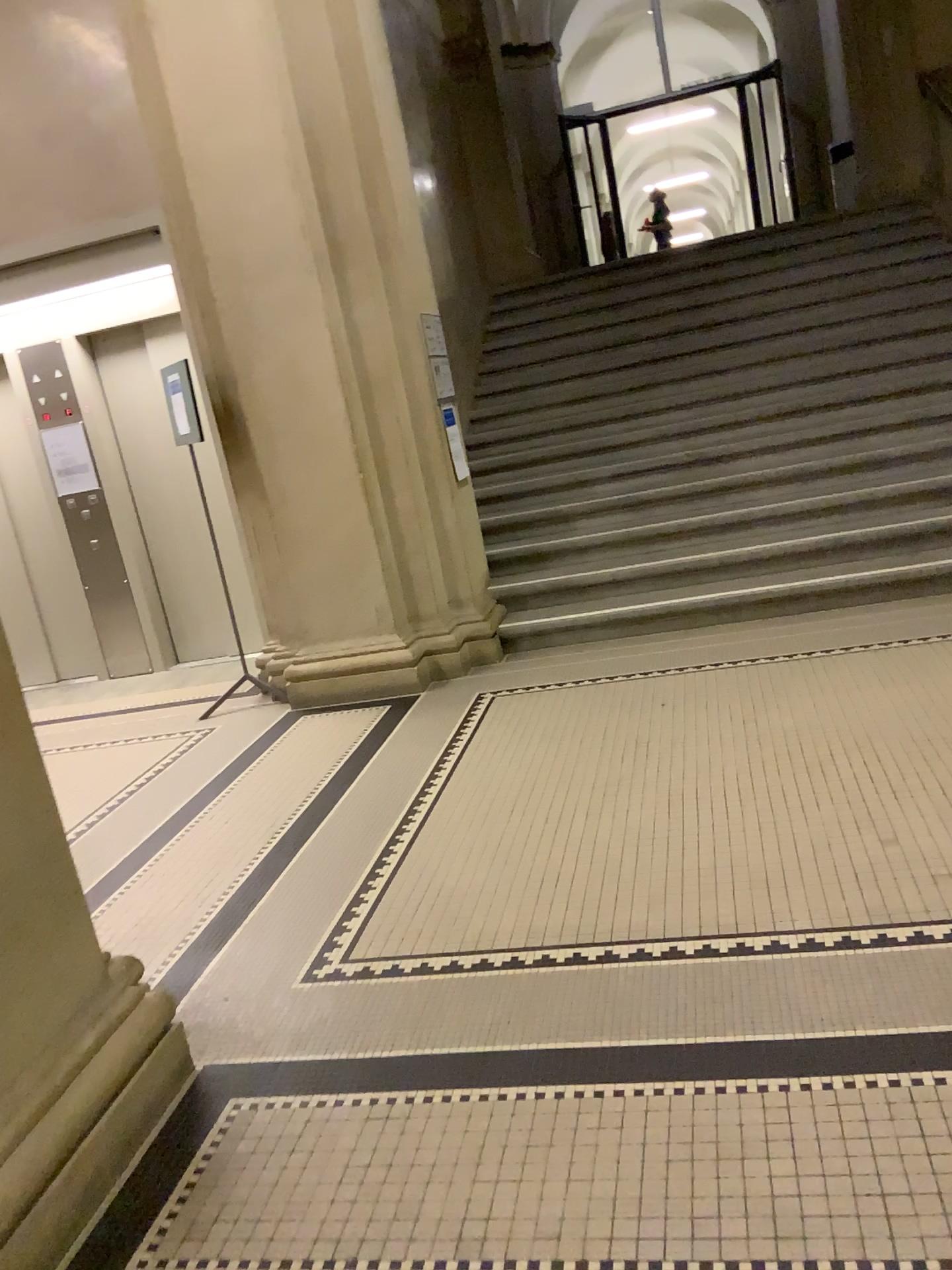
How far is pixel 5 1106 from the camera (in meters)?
1.94

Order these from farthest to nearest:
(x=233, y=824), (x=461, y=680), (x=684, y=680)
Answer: (x=461, y=680), (x=684, y=680), (x=233, y=824)

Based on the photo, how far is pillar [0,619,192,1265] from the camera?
1.94m
